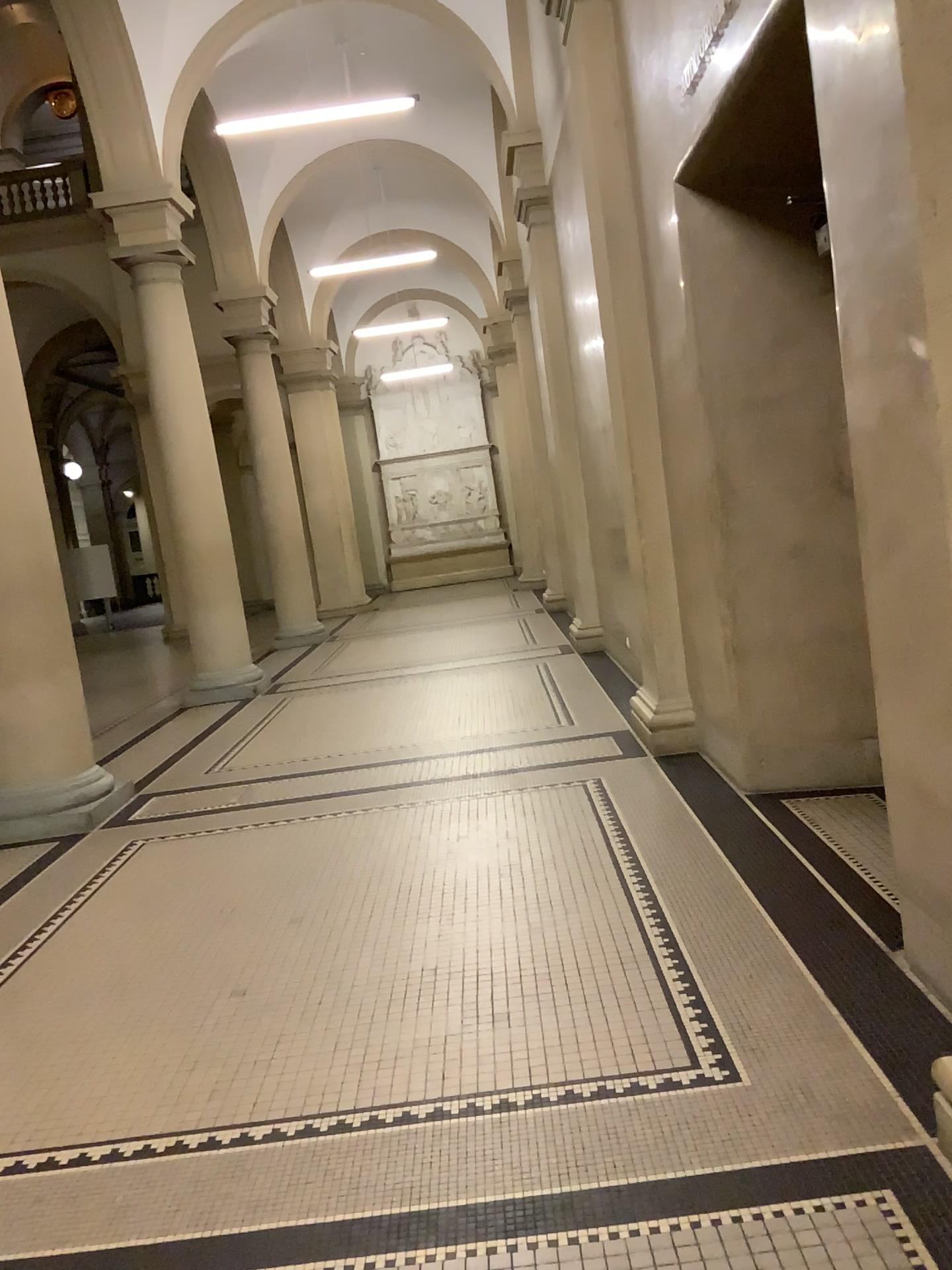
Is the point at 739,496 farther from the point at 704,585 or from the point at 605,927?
the point at 605,927
